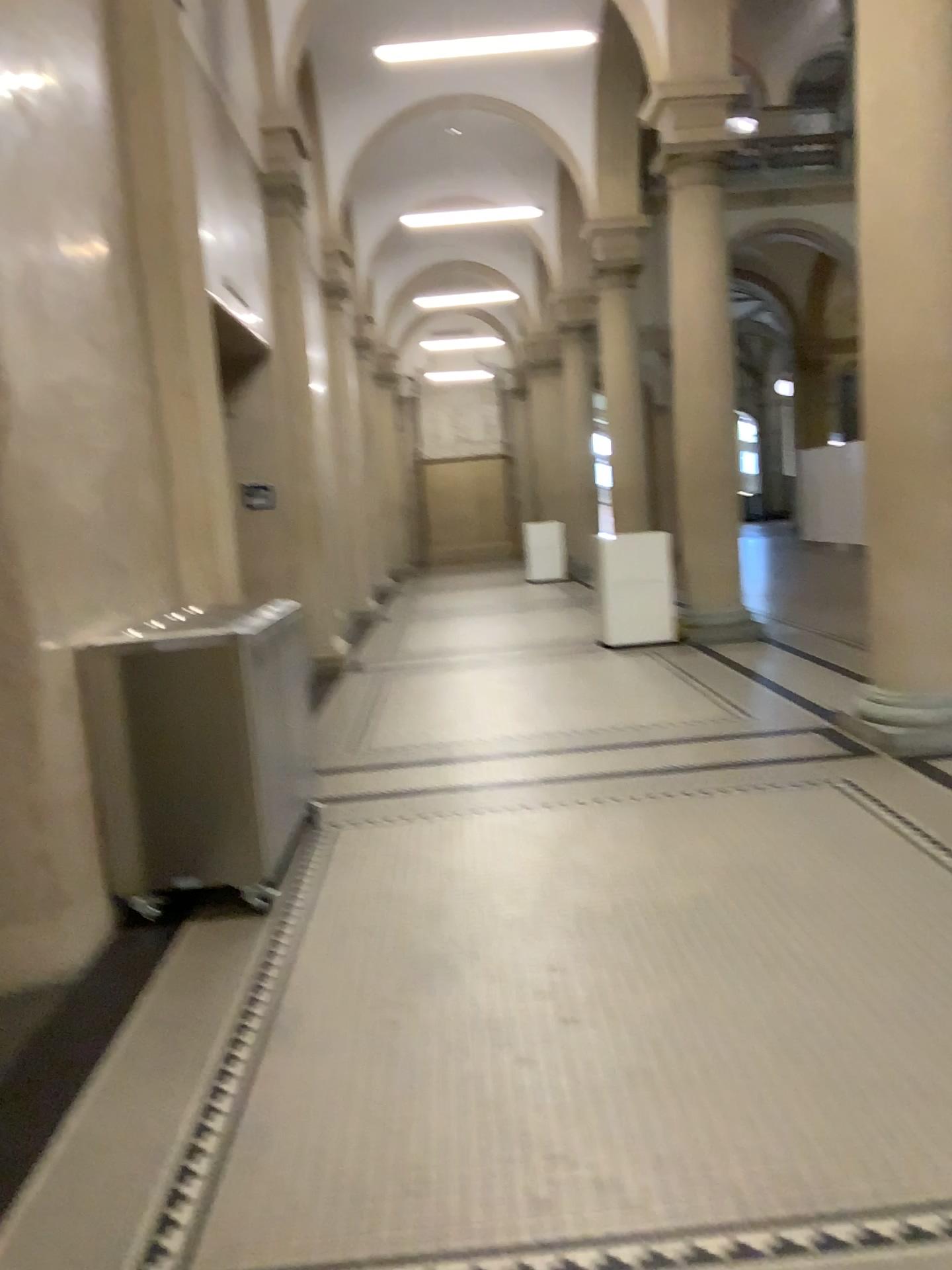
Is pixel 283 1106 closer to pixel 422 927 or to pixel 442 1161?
pixel 442 1161
